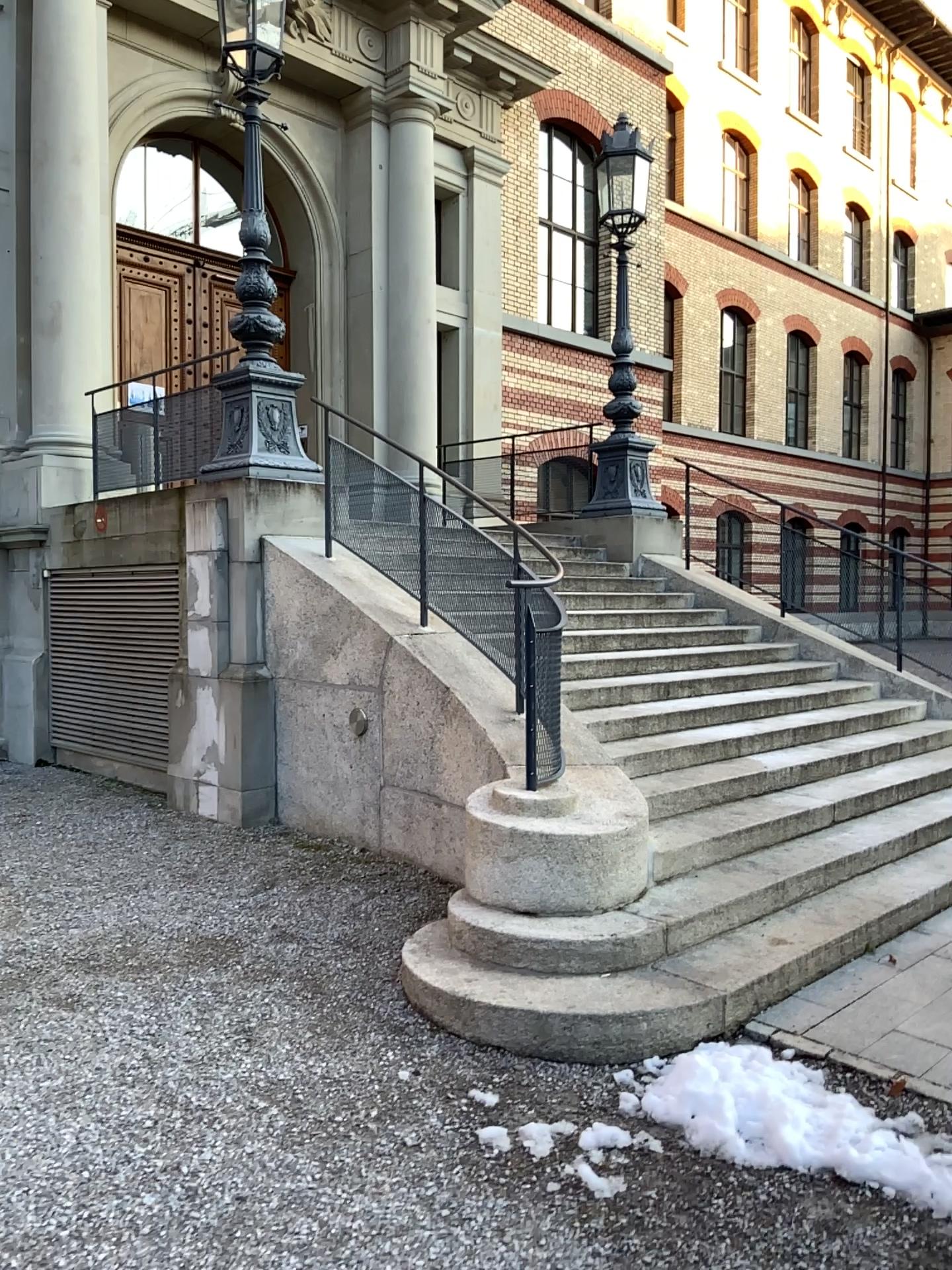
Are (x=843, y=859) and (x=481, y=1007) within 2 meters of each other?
no
